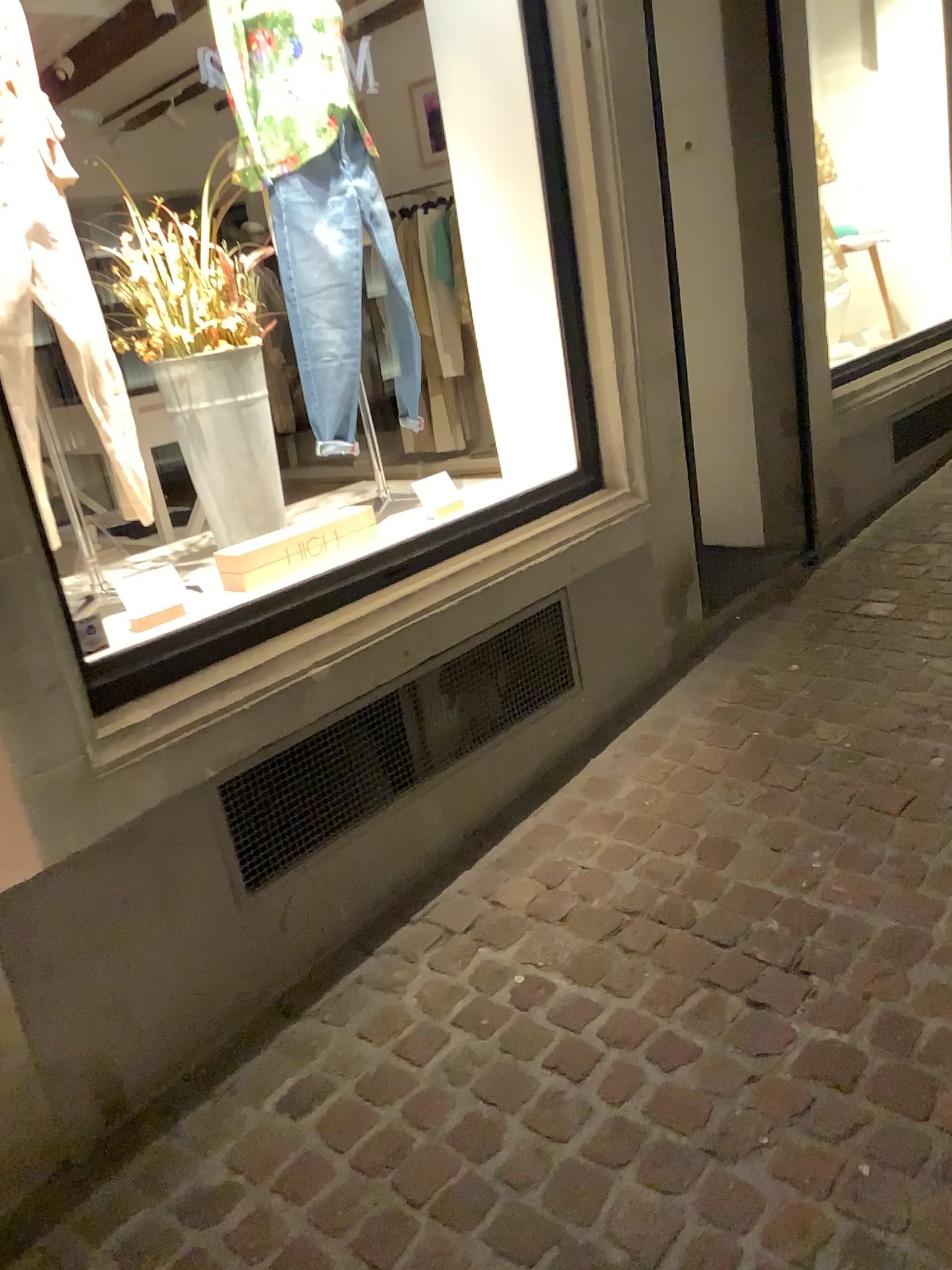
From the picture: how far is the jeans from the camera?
2.7m

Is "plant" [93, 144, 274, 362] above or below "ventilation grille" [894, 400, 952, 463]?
above

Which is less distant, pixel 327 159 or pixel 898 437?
pixel 327 159

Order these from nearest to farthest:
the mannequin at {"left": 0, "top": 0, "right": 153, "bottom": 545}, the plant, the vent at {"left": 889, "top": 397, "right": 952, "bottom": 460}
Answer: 1. the mannequin at {"left": 0, "top": 0, "right": 153, "bottom": 545}
2. the plant
3. the vent at {"left": 889, "top": 397, "right": 952, "bottom": 460}

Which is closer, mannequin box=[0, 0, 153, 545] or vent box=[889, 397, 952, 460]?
mannequin box=[0, 0, 153, 545]

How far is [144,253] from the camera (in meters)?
2.53

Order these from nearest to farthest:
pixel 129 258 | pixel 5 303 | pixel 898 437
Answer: pixel 5 303, pixel 129 258, pixel 898 437

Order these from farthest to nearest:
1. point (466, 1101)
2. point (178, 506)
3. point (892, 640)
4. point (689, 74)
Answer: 1. point (689, 74)
2. point (892, 640)
3. point (178, 506)
4. point (466, 1101)

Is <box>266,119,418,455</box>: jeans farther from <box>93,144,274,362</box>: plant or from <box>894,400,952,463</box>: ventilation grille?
<box>894,400,952,463</box>: ventilation grille

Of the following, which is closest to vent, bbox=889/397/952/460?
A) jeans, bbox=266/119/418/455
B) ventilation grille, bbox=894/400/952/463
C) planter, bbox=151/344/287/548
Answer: ventilation grille, bbox=894/400/952/463
